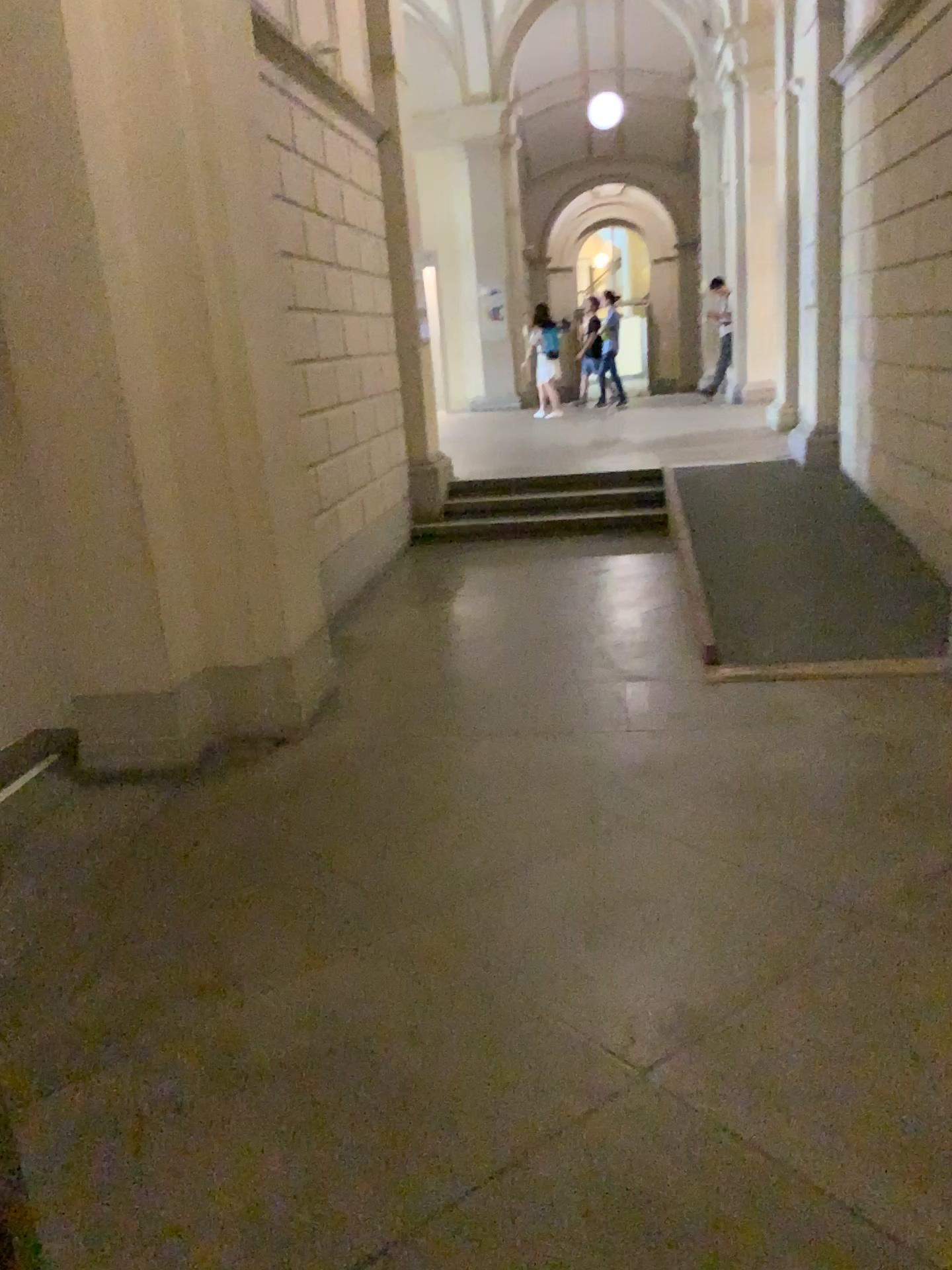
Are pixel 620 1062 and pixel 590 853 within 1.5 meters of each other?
yes
